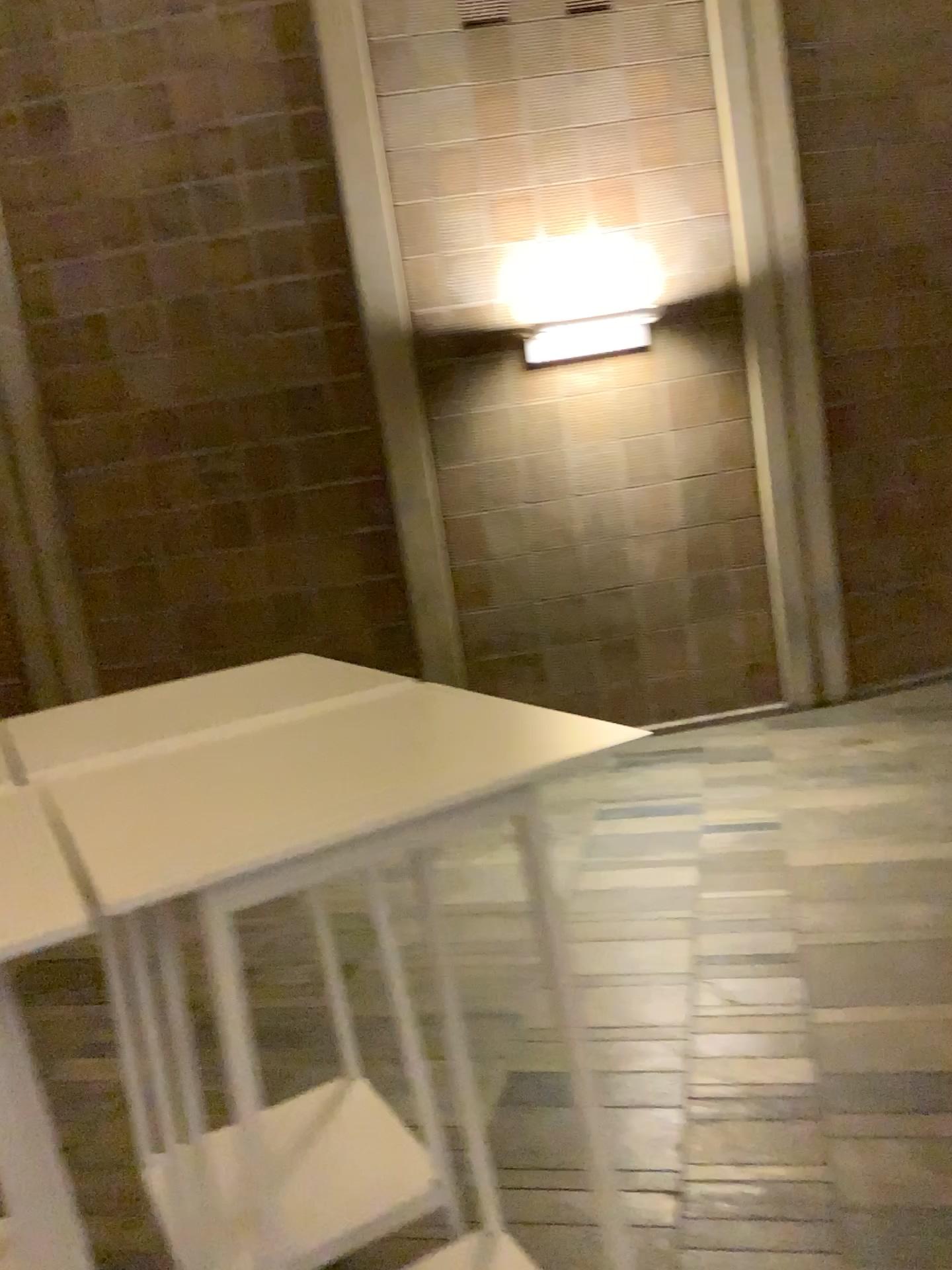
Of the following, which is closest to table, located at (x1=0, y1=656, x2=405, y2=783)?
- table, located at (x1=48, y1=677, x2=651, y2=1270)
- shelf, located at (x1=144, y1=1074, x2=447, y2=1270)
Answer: table, located at (x1=48, y1=677, x2=651, y2=1270)

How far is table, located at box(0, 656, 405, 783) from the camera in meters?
1.5 m

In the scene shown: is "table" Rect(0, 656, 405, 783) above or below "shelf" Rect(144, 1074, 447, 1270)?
above

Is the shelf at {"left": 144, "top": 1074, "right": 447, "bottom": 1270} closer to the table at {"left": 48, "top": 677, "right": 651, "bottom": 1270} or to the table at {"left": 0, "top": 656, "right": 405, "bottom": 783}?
the table at {"left": 48, "top": 677, "right": 651, "bottom": 1270}

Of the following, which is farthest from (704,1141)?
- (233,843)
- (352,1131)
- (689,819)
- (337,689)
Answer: (689,819)

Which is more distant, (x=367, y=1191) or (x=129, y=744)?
(x=367, y=1191)

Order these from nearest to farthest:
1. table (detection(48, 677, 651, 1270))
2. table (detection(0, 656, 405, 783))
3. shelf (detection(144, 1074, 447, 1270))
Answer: table (detection(48, 677, 651, 1270)) → table (detection(0, 656, 405, 783)) → shelf (detection(144, 1074, 447, 1270))

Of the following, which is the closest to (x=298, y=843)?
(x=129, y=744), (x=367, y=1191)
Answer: (x=129, y=744)

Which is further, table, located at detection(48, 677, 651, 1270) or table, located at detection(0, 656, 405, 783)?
table, located at detection(0, 656, 405, 783)

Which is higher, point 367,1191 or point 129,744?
point 129,744
